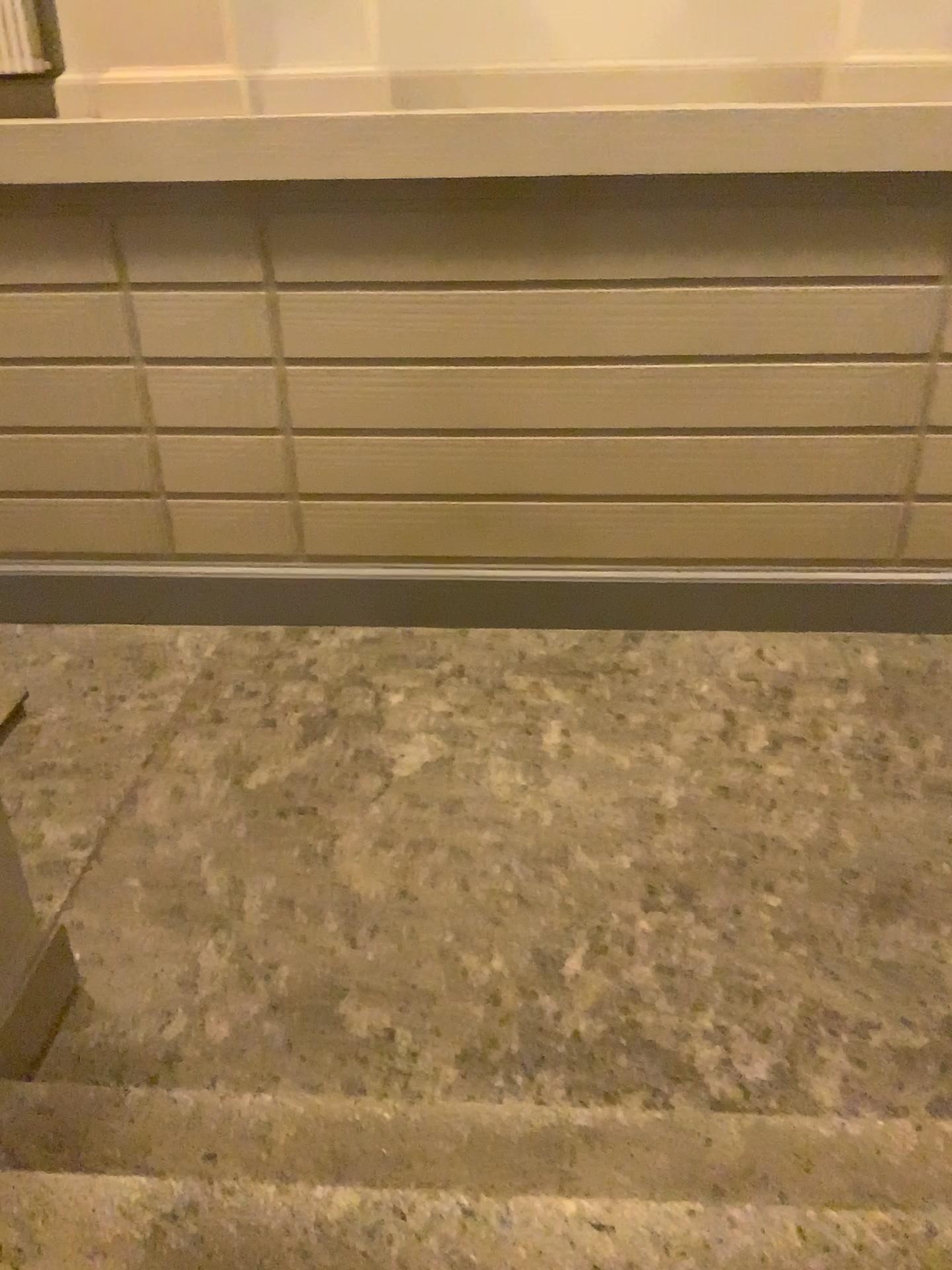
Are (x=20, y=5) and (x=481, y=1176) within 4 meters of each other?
no

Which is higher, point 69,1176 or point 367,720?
point 69,1176

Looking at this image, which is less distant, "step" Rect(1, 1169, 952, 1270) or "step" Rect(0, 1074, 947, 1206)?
"step" Rect(1, 1169, 952, 1270)

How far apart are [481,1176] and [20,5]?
4.4m

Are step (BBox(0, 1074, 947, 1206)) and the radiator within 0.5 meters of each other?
no

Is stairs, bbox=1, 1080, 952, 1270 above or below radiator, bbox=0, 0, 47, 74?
below

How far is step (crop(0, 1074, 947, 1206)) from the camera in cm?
227

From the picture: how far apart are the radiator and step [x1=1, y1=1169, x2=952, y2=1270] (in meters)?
3.91

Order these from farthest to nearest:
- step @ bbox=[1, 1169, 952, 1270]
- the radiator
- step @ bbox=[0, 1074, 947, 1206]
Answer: the radiator → step @ bbox=[0, 1074, 947, 1206] → step @ bbox=[1, 1169, 952, 1270]

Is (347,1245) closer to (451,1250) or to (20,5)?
(451,1250)
